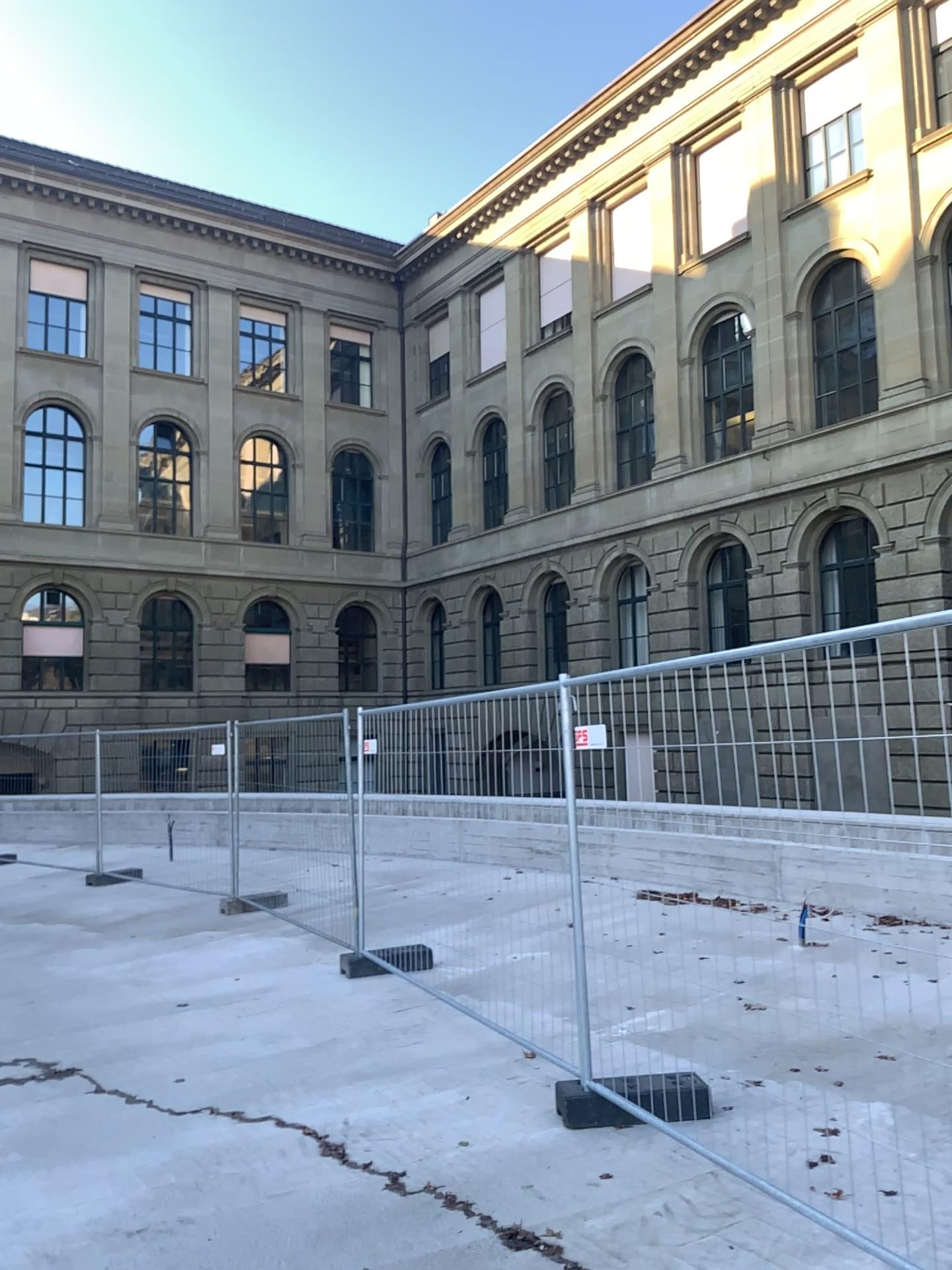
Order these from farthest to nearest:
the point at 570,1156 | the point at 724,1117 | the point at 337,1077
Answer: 1. the point at 337,1077
2. the point at 724,1117
3. the point at 570,1156
